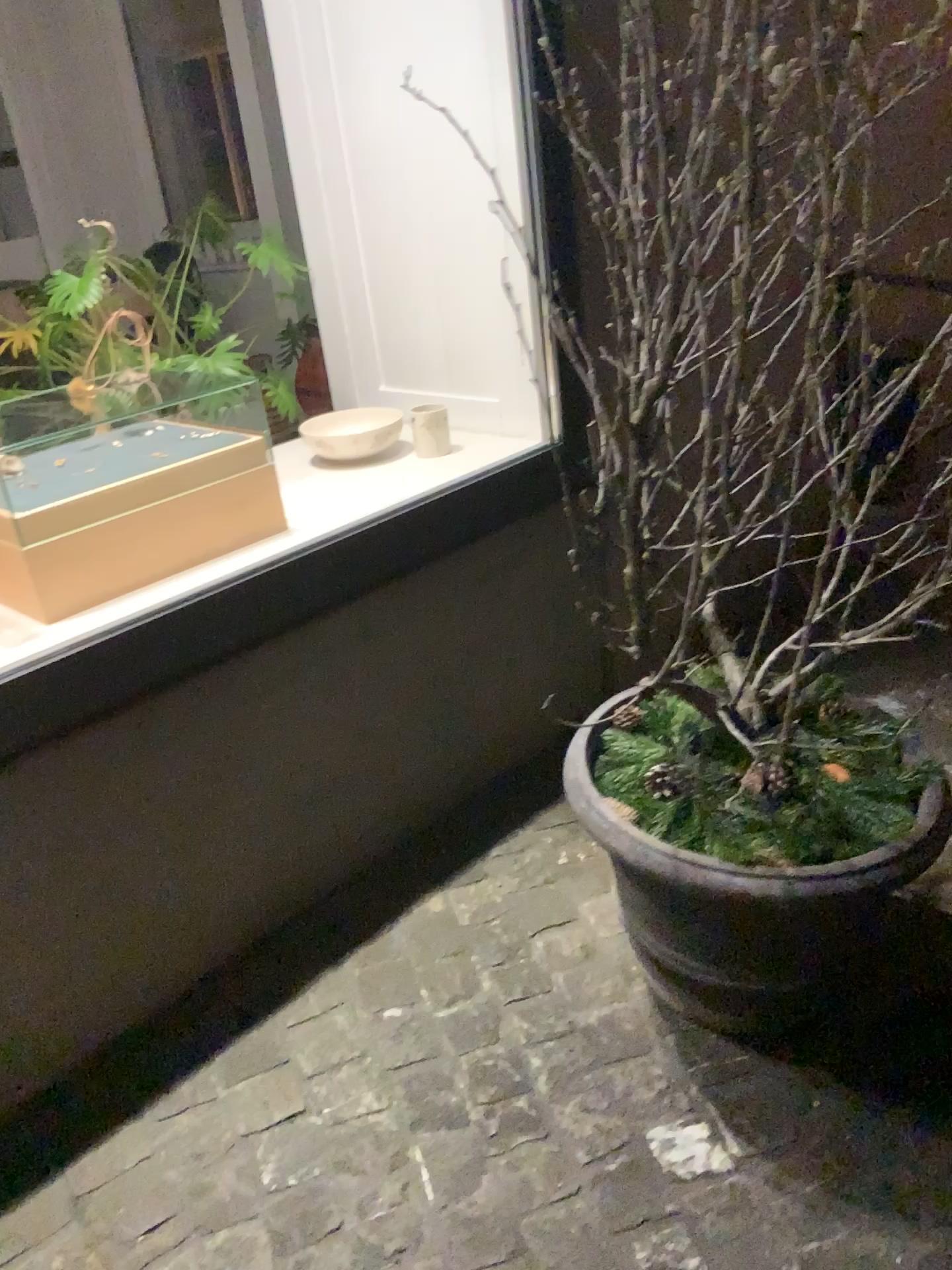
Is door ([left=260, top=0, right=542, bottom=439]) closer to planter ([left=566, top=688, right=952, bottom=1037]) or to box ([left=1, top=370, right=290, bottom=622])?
box ([left=1, top=370, right=290, bottom=622])

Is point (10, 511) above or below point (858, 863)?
above

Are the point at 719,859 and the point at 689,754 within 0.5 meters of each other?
yes

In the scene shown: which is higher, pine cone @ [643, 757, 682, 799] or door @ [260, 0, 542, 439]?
door @ [260, 0, 542, 439]

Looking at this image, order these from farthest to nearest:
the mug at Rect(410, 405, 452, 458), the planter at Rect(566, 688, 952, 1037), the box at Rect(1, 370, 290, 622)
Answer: the mug at Rect(410, 405, 452, 458) → the box at Rect(1, 370, 290, 622) → the planter at Rect(566, 688, 952, 1037)

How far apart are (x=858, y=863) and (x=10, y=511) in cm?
137

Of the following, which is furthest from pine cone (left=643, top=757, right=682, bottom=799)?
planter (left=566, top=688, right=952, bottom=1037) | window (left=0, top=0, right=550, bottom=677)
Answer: window (left=0, top=0, right=550, bottom=677)

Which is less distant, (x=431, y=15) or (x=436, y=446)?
(x=431, y=15)

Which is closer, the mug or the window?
the window

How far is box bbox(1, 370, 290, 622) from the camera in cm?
169
